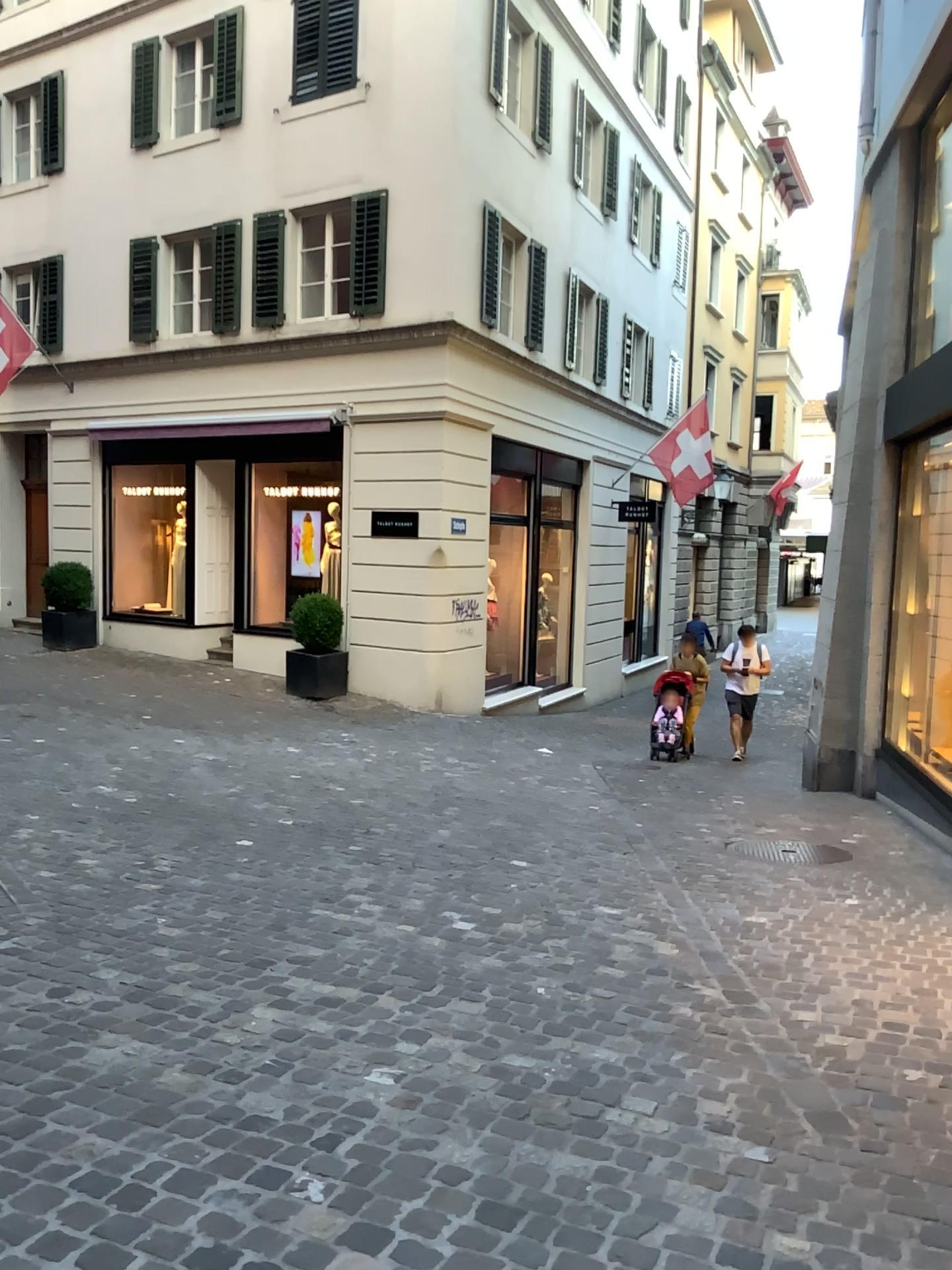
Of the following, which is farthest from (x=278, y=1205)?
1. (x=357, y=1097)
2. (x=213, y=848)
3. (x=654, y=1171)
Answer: (x=213, y=848)
